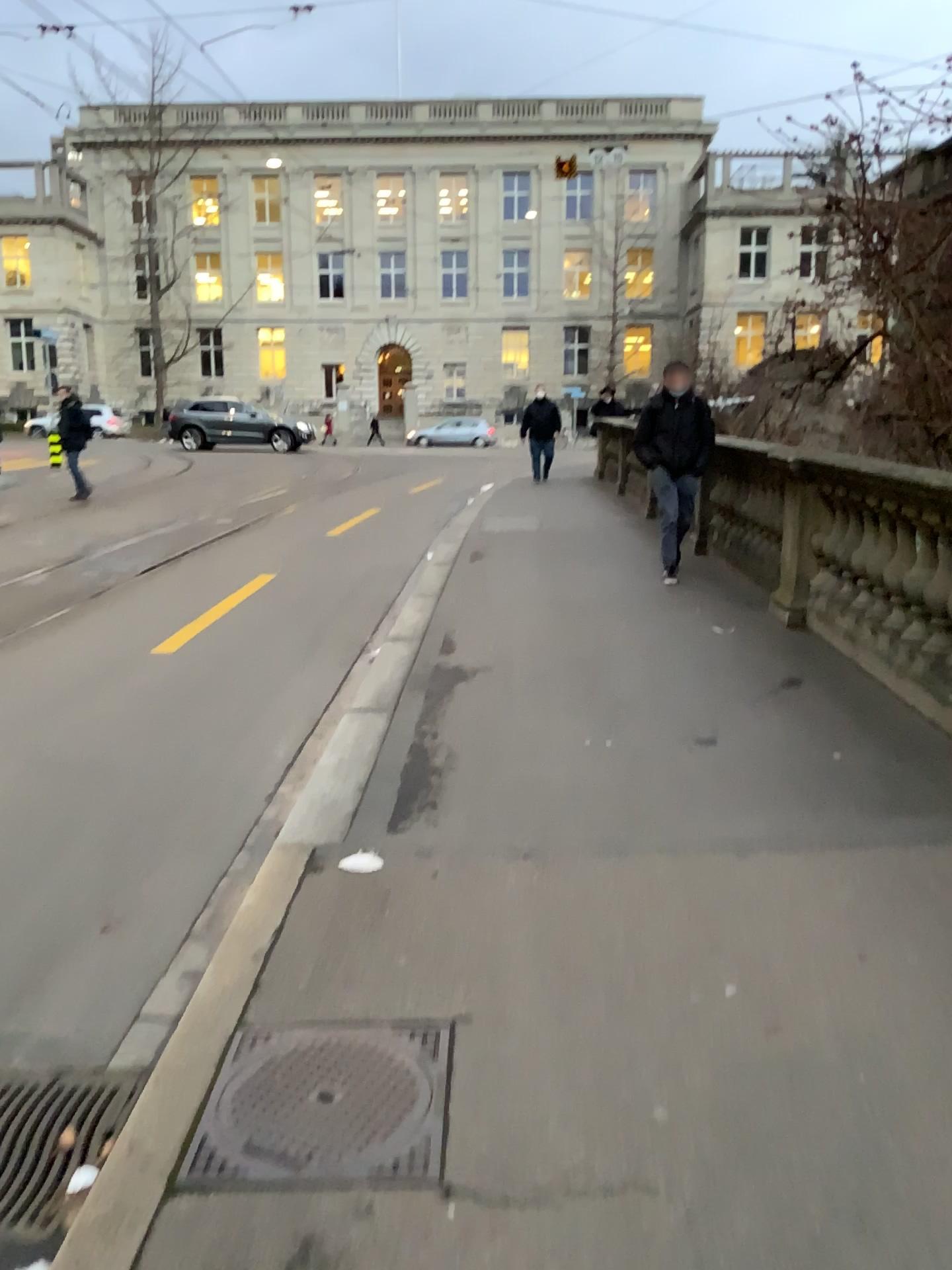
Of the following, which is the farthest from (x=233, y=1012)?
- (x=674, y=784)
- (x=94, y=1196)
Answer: (x=674, y=784)
